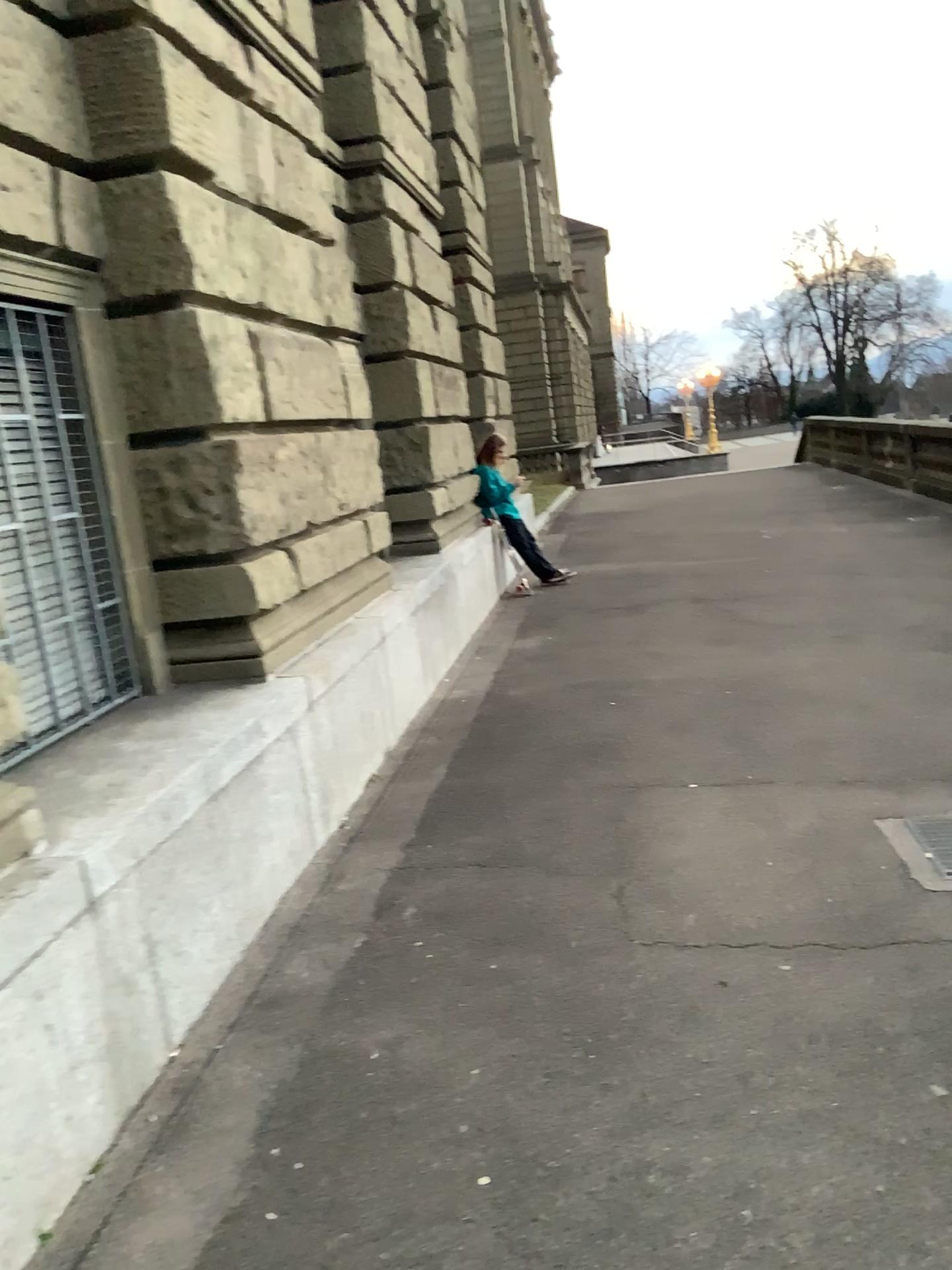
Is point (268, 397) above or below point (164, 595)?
above
